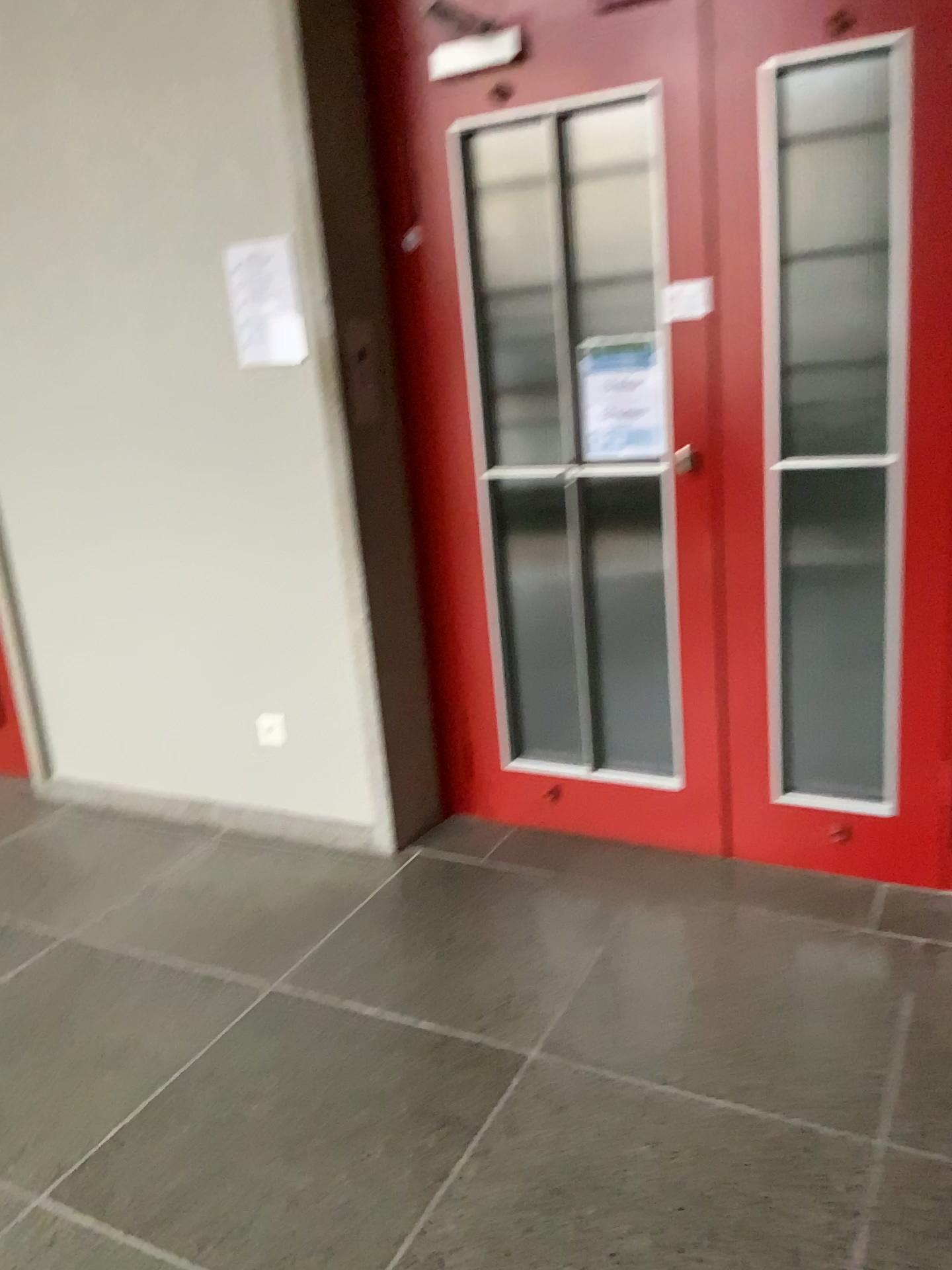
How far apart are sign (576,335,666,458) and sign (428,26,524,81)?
0.72m

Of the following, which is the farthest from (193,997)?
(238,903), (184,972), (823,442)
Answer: (823,442)

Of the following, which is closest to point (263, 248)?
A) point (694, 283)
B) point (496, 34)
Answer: point (496, 34)

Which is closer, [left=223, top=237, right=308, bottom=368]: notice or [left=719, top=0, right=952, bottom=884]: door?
[left=719, top=0, right=952, bottom=884]: door

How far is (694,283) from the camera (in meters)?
2.51

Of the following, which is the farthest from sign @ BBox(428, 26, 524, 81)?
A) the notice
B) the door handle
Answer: the door handle

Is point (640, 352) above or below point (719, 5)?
below

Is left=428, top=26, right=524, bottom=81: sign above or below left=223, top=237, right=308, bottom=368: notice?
above

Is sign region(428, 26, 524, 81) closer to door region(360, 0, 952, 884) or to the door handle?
door region(360, 0, 952, 884)

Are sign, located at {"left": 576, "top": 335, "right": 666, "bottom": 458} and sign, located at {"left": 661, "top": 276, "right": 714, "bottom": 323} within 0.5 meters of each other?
yes
